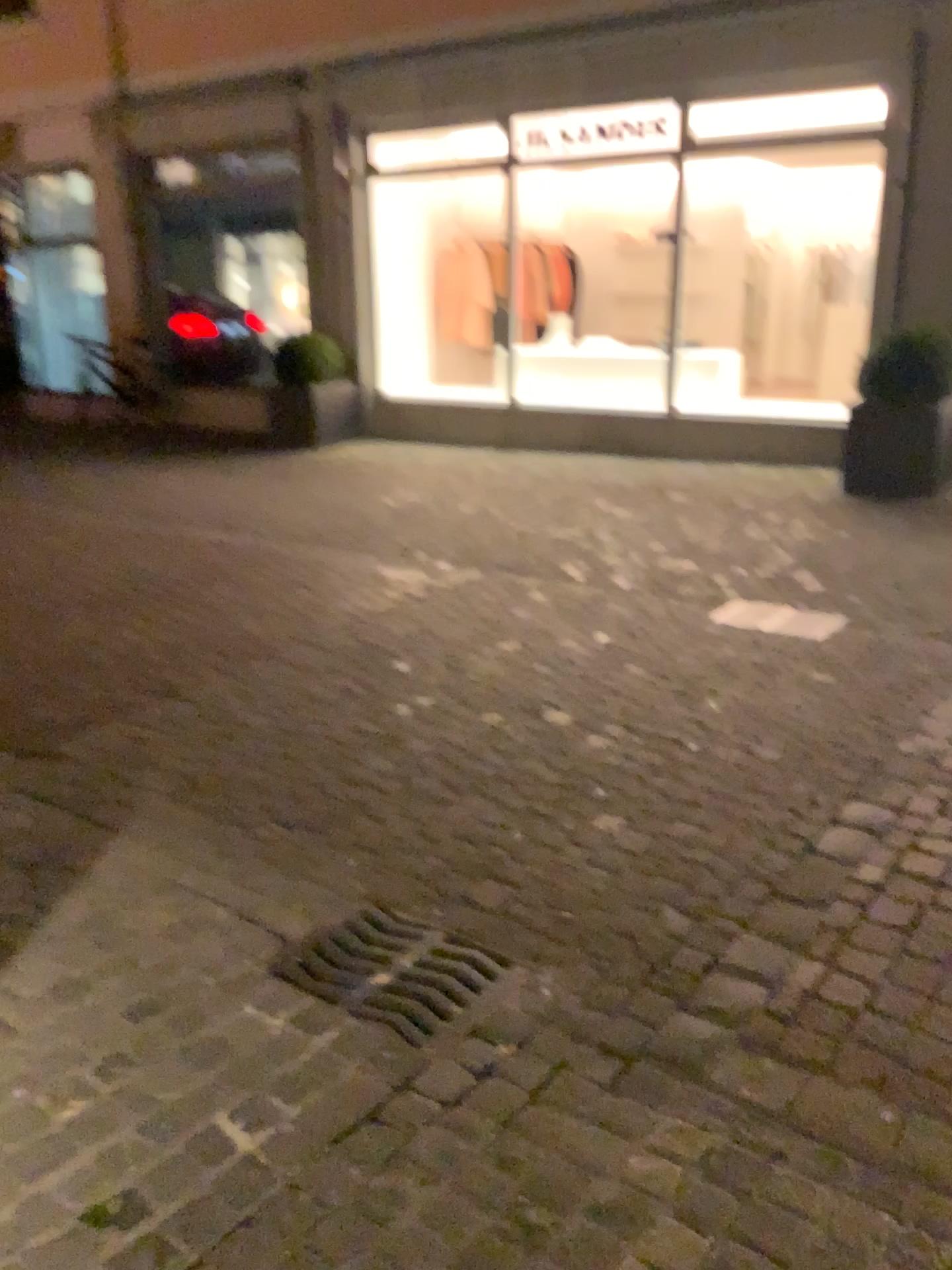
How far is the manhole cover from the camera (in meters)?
2.22

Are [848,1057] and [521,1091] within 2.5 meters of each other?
yes

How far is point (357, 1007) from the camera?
2.2 meters
